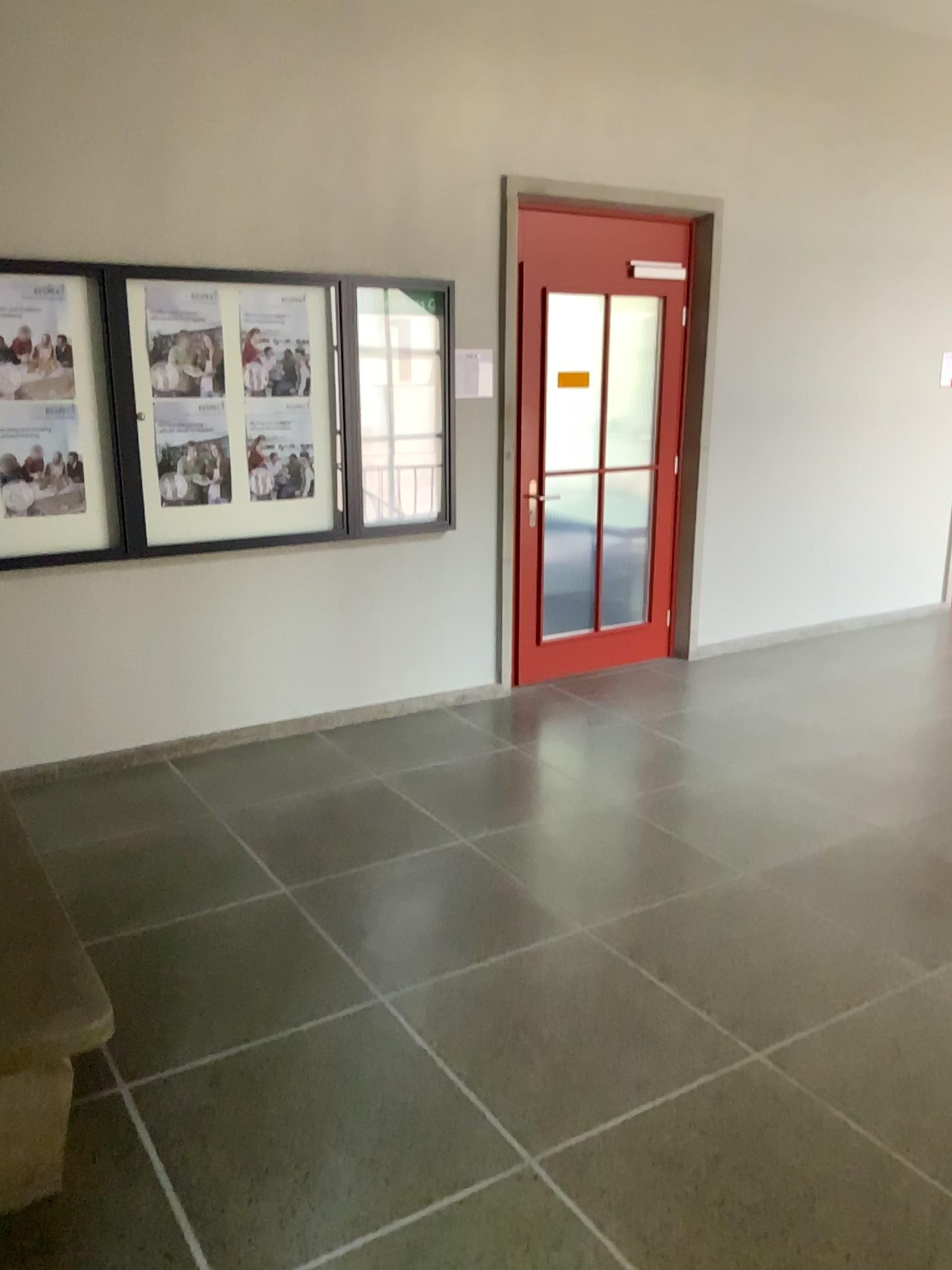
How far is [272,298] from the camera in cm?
435

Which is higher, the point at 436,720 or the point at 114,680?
the point at 114,680

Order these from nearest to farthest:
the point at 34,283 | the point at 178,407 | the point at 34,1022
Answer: the point at 34,1022 < the point at 34,283 < the point at 178,407

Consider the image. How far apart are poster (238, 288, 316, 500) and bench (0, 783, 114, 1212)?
2.6 meters

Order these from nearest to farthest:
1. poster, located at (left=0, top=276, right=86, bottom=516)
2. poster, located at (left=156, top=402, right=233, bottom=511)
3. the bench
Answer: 1. the bench
2. poster, located at (left=0, top=276, right=86, bottom=516)
3. poster, located at (left=156, top=402, right=233, bottom=511)

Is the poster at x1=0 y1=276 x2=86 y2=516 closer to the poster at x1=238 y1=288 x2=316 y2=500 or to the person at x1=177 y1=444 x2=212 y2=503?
the person at x1=177 y1=444 x2=212 y2=503

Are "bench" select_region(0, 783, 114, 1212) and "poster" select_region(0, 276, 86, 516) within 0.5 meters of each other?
no

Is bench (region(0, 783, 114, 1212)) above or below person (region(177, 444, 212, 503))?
below

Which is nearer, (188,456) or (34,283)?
(34,283)

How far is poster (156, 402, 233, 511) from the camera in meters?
4.3 m
